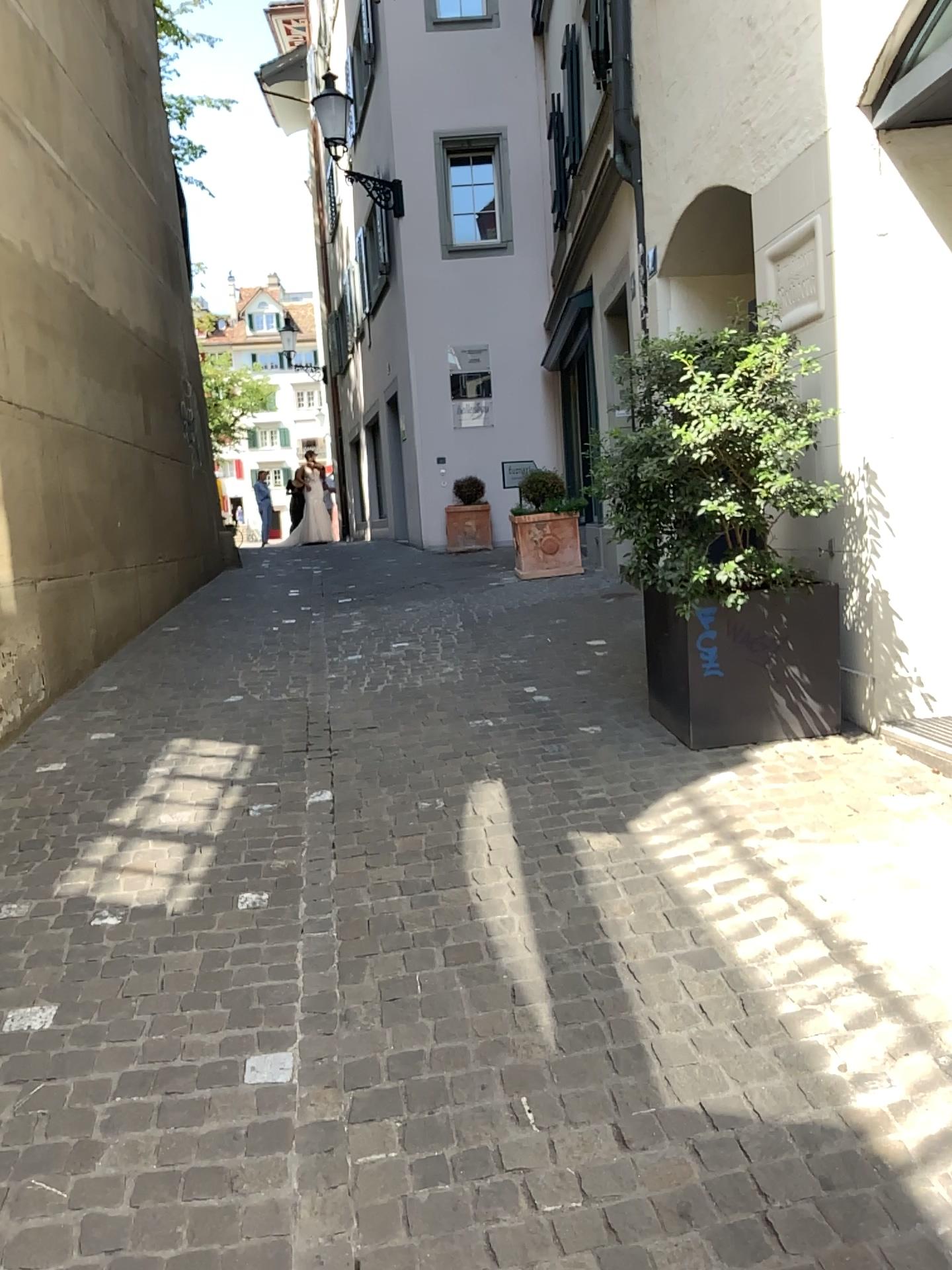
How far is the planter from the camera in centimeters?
407cm

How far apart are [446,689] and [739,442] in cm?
218

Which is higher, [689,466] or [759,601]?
[689,466]

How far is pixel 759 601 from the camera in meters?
4.1 m
